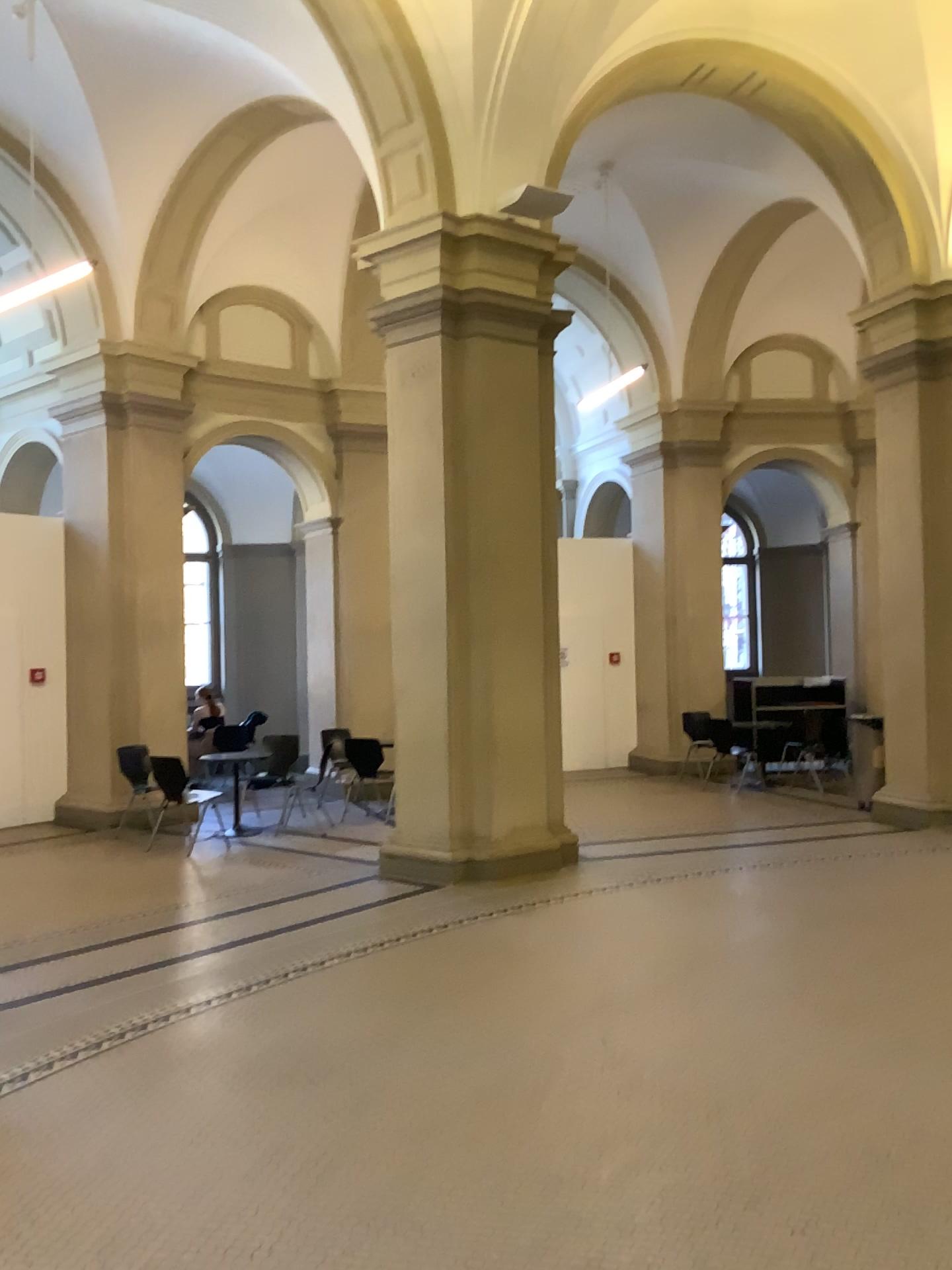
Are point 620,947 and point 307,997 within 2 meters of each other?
yes
